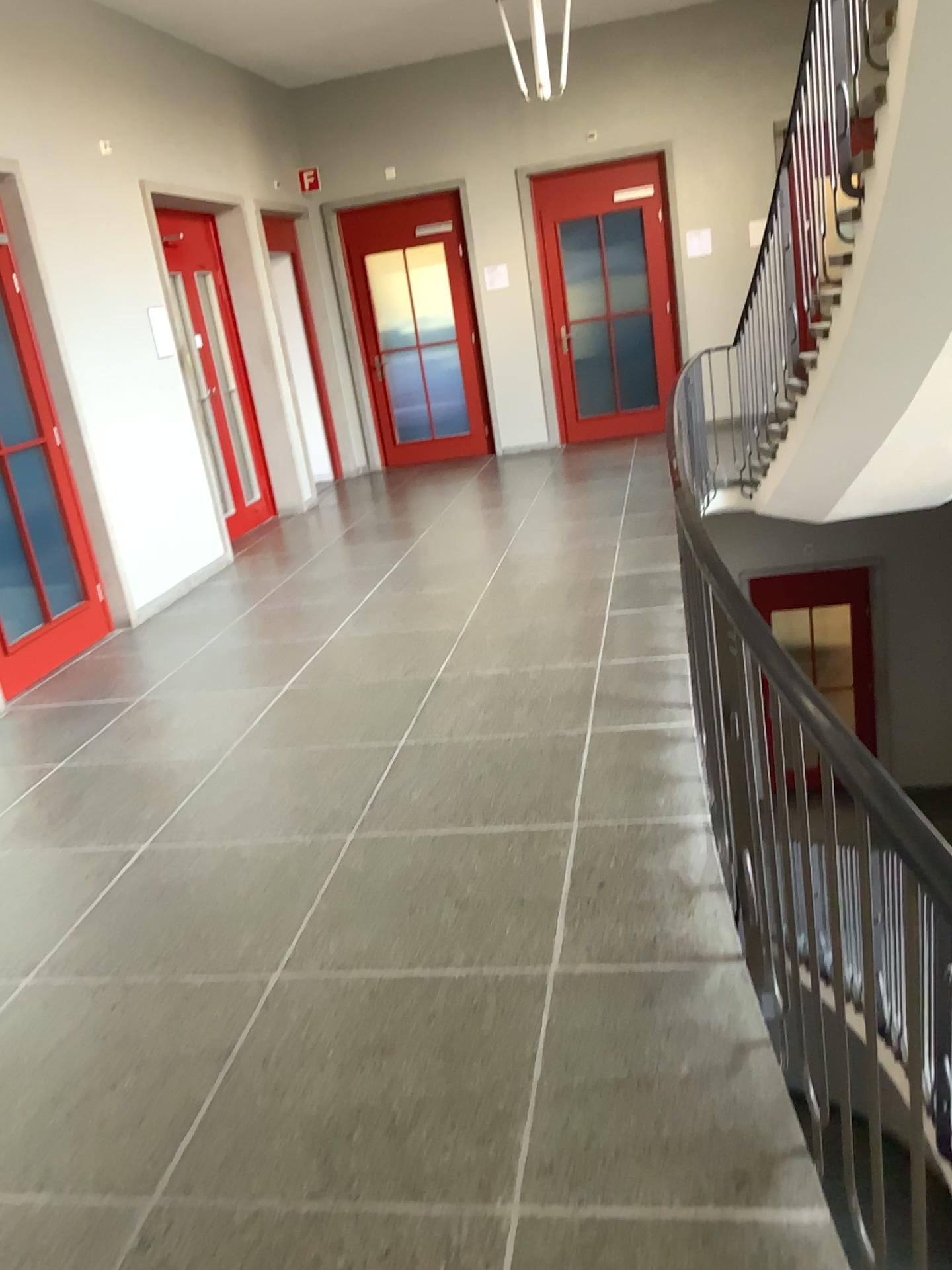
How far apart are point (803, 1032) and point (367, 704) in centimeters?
264cm
